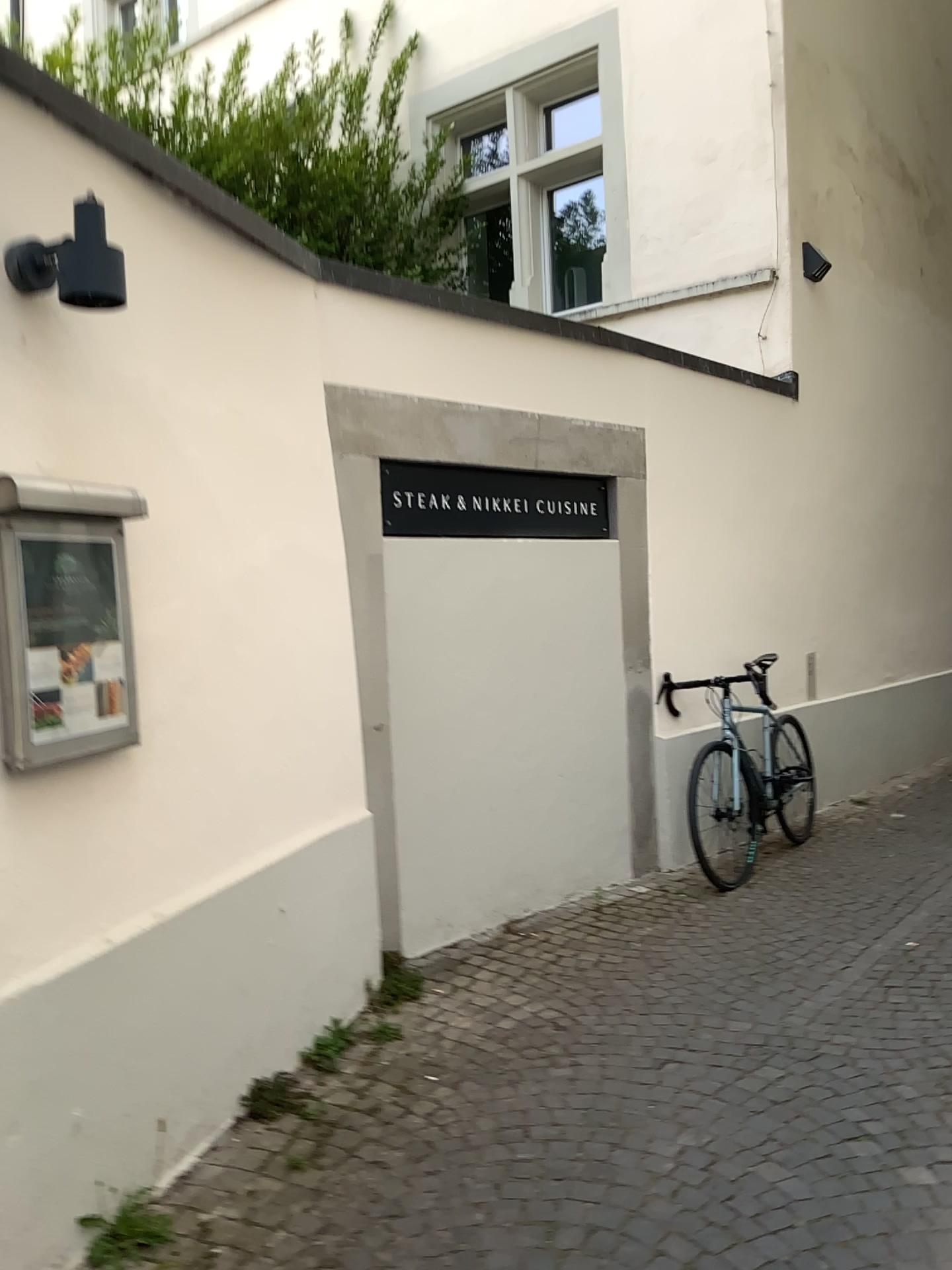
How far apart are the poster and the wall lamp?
0.5m

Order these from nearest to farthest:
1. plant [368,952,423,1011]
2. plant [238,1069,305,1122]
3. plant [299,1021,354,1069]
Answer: plant [238,1069,305,1122] → plant [299,1021,354,1069] → plant [368,952,423,1011]

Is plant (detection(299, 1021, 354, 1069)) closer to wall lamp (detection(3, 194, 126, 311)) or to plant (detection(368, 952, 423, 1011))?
plant (detection(368, 952, 423, 1011))

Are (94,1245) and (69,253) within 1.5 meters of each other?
no

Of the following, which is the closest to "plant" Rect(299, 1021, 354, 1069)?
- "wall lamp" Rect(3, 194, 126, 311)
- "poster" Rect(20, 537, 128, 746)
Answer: "poster" Rect(20, 537, 128, 746)

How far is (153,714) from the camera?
2.6m

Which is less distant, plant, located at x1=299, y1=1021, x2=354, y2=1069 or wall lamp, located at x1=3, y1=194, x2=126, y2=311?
wall lamp, located at x1=3, y1=194, x2=126, y2=311

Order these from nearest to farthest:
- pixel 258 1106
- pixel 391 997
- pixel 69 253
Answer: pixel 69 253 < pixel 258 1106 < pixel 391 997

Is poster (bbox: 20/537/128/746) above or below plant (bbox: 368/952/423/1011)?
above

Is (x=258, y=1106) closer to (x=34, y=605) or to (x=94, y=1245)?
(x=94, y=1245)
